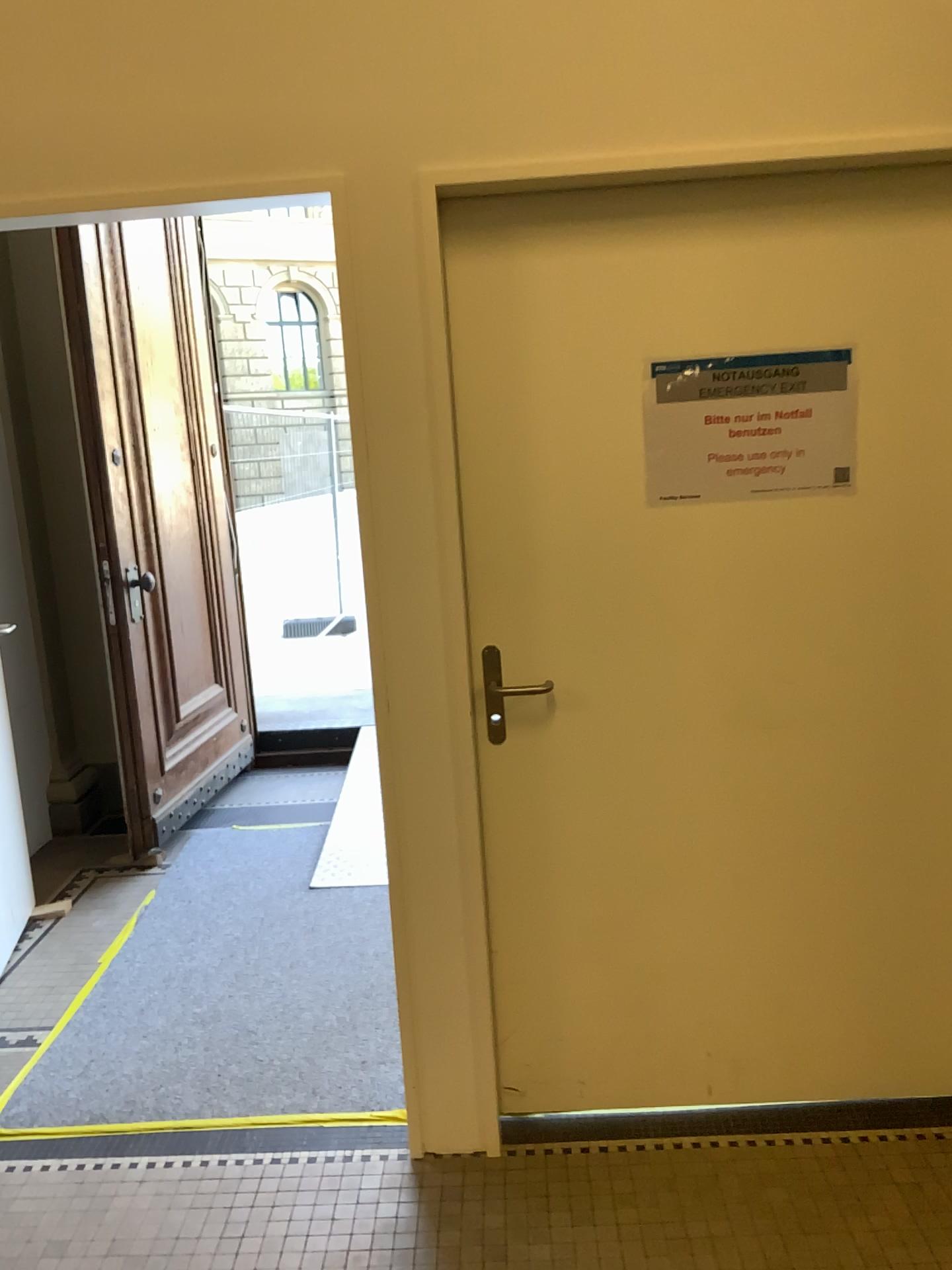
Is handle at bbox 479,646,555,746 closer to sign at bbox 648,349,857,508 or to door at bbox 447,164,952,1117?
door at bbox 447,164,952,1117

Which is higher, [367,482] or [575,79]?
[575,79]

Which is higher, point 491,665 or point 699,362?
point 699,362

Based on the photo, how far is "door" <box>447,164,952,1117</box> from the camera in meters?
2.1 m

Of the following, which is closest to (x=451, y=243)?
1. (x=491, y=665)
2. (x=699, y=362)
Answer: (x=699, y=362)

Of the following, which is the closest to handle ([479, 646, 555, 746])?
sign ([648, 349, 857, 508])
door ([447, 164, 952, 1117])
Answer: door ([447, 164, 952, 1117])

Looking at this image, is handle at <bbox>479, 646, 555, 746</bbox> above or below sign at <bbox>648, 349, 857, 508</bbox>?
below

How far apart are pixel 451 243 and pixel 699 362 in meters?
0.5
